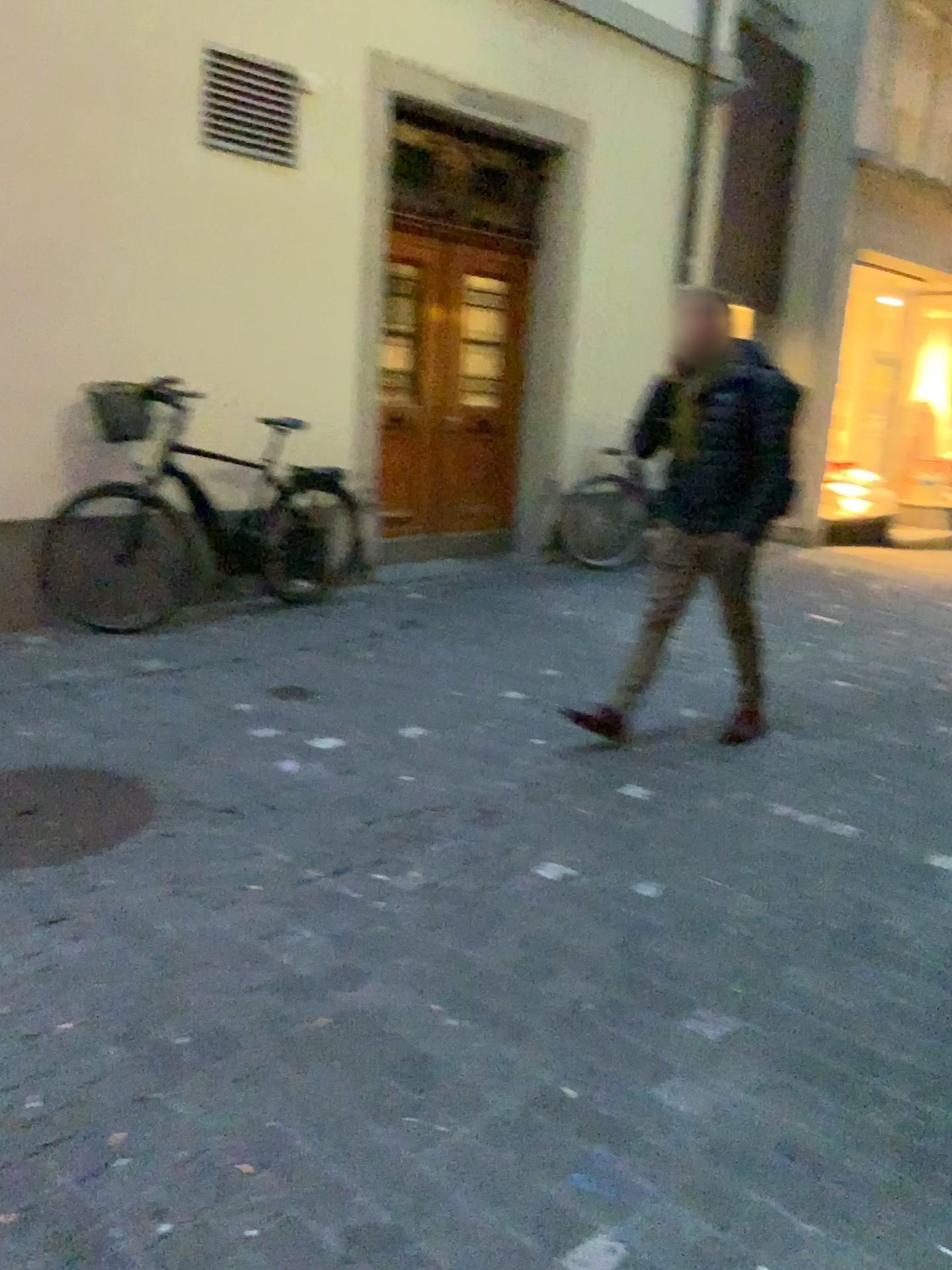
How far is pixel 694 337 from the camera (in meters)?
3.71

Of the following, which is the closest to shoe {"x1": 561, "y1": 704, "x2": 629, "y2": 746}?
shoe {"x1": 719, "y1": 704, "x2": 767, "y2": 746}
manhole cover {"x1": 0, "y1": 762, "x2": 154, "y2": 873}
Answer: shoe {"x1": 719, "y1": 704, "x2": 767, "y2": 746}

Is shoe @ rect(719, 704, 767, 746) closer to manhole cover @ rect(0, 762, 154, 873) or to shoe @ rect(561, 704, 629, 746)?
shoe @ rect(561, 704, 629, 746)

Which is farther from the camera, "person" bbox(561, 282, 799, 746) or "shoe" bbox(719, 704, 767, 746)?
"shoe" bbox(719, 704, 767, 746)

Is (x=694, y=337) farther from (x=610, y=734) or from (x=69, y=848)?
(x=69, y=848)

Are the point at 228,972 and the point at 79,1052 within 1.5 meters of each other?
yes

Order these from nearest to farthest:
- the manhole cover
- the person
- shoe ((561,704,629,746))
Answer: the manhole cover → the person → shoe ((561,704,629,746))

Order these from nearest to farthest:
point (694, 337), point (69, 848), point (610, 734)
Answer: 1. point (69, 848)
2. point (694, 337)
3. point (610, 734)

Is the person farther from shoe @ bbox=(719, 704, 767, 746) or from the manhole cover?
the manhole cover

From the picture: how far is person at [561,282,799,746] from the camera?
3.71m
